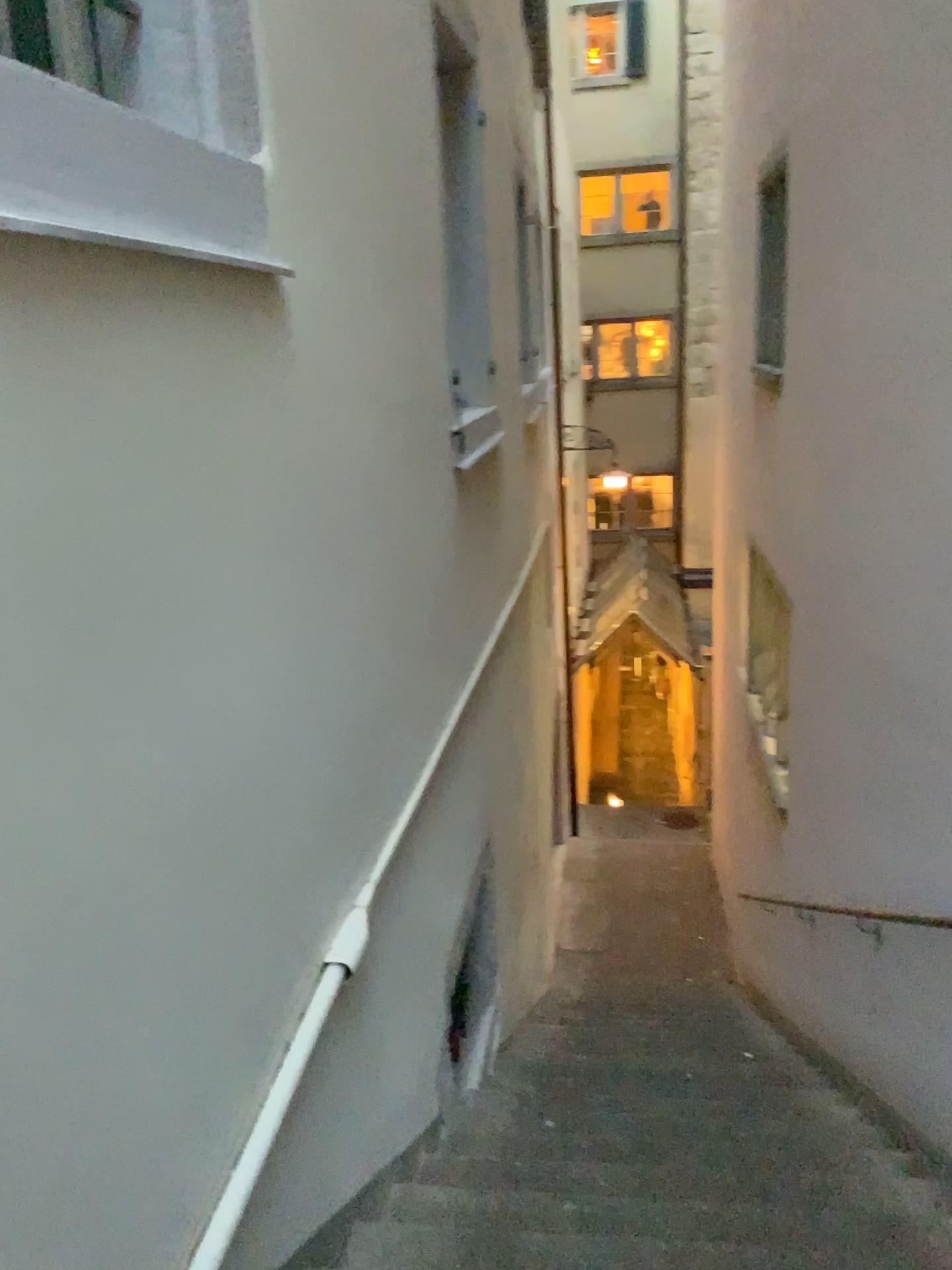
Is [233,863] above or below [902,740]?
above
